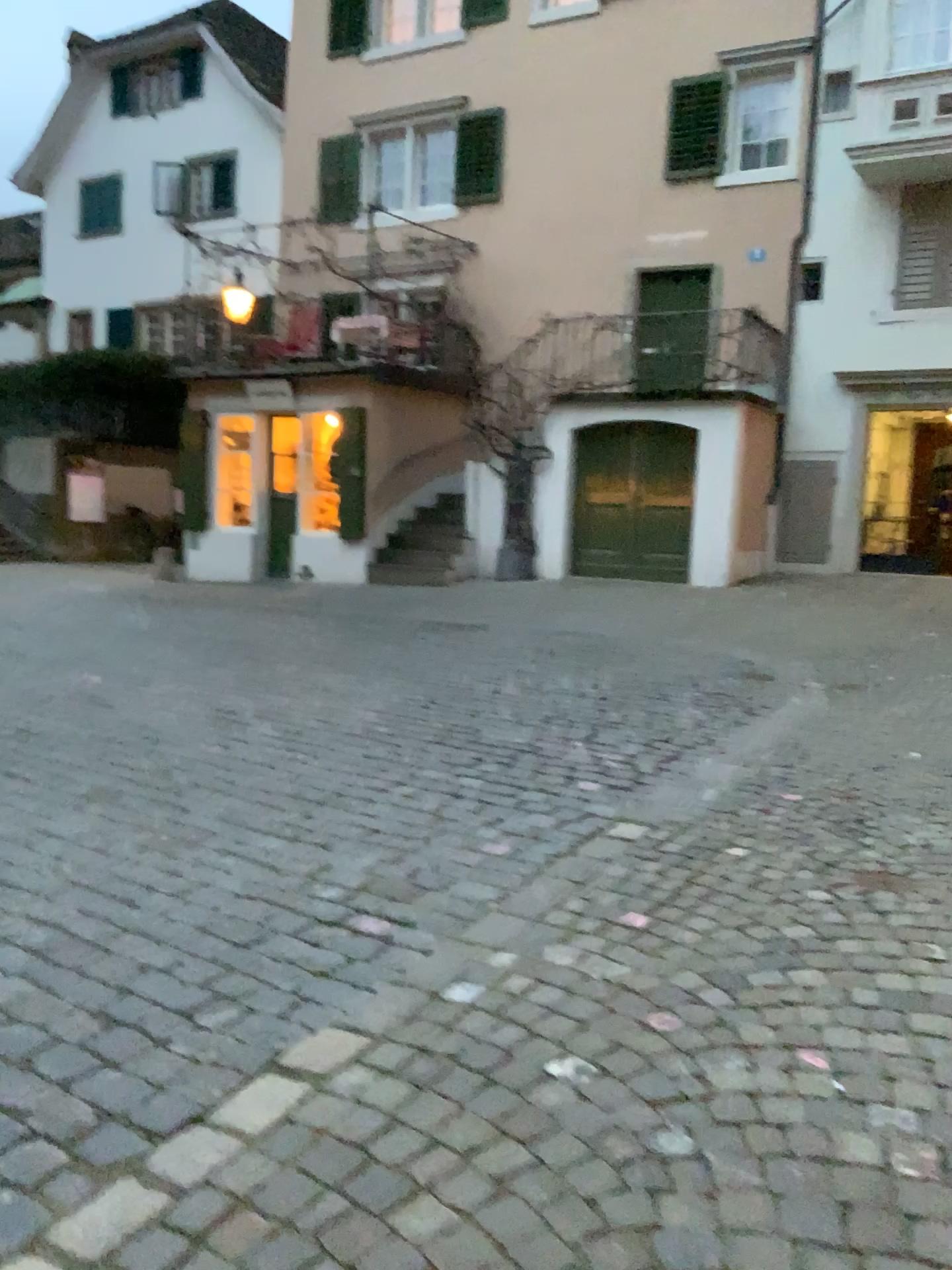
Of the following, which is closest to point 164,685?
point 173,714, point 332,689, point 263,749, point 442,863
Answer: point 173,714
